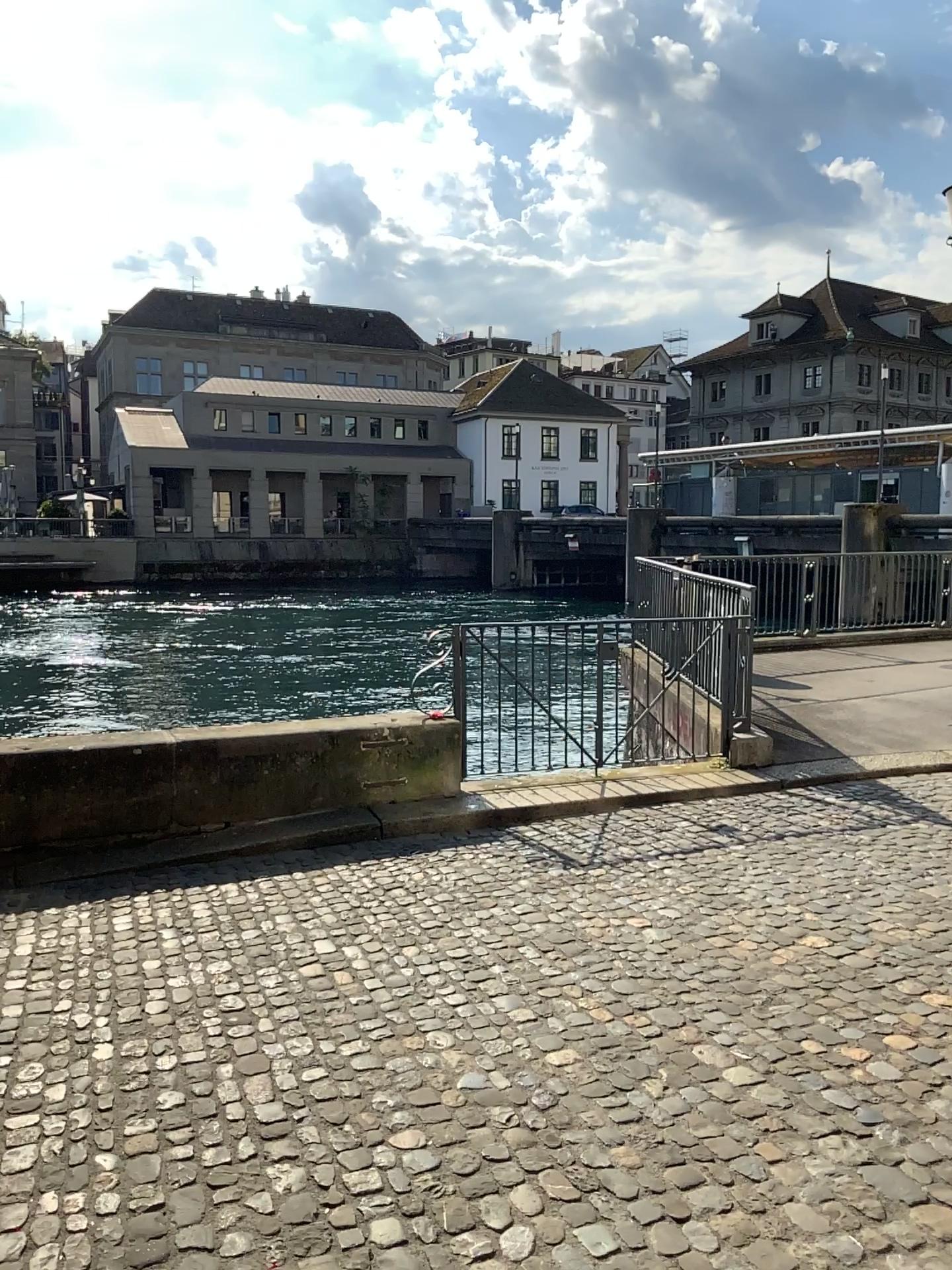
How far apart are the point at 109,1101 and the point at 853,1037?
2.20m
